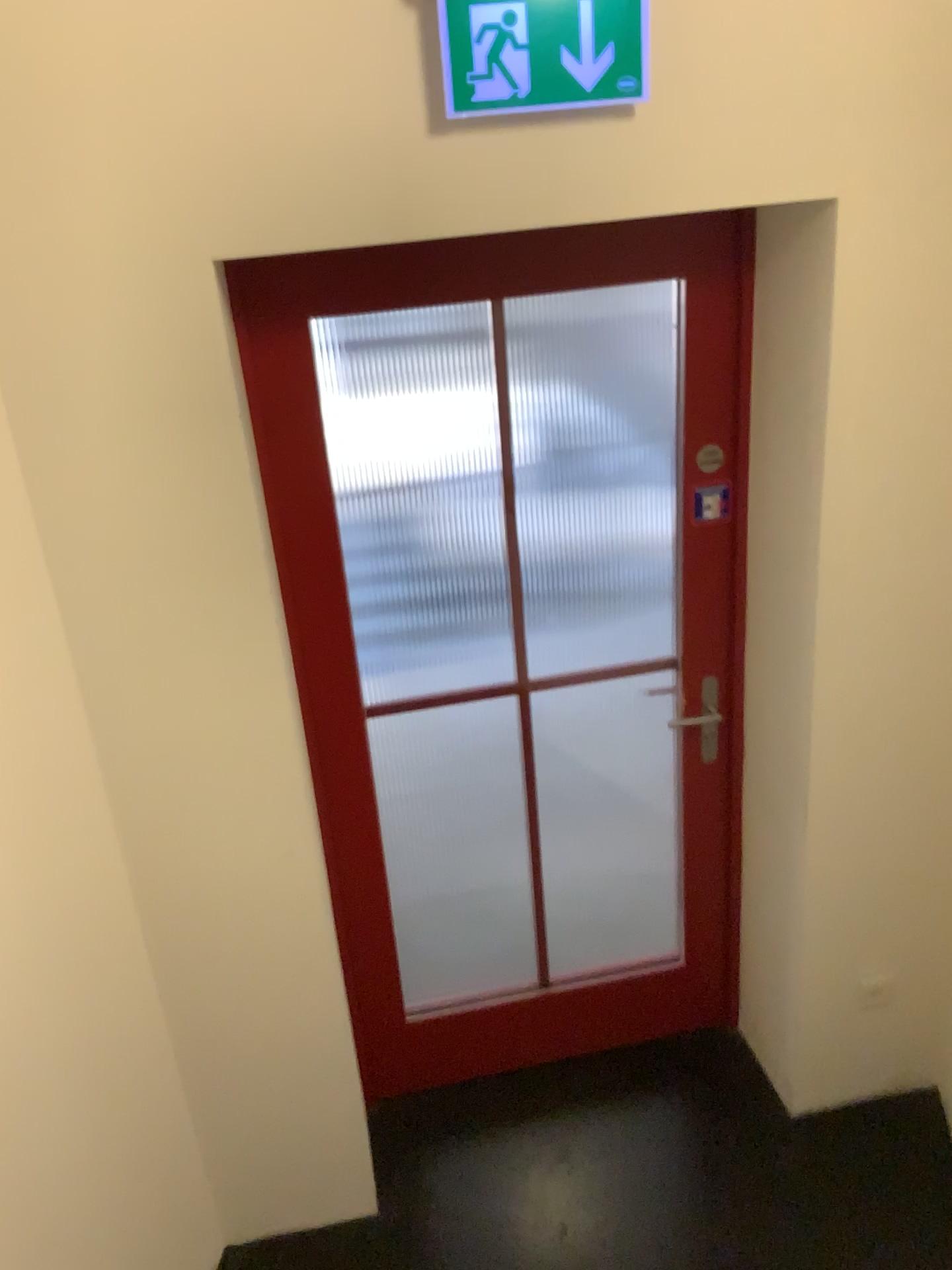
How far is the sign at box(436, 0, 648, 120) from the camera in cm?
154

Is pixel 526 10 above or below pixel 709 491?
above

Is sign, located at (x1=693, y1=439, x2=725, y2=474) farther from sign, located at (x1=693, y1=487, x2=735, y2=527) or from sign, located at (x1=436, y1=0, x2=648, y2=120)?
sign, located at (x1=436, y1=0, x2=648, y2=120)

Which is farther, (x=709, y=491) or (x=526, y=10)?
(x=709, y=491)

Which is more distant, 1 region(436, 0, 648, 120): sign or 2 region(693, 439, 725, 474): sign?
2 region(693, 439, 725, 474): sign

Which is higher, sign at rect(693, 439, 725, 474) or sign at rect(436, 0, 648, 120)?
sign at rect(436, 0, 648, 120)

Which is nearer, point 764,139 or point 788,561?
point 764,139

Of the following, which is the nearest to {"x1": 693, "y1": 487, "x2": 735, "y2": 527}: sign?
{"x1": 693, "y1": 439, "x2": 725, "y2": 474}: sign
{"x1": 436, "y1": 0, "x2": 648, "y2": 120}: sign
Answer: {"x1": 693, "y1": 439, "x2": 725, "y2": 474}: sign

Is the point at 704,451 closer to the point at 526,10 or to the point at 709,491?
the point at 709,491
